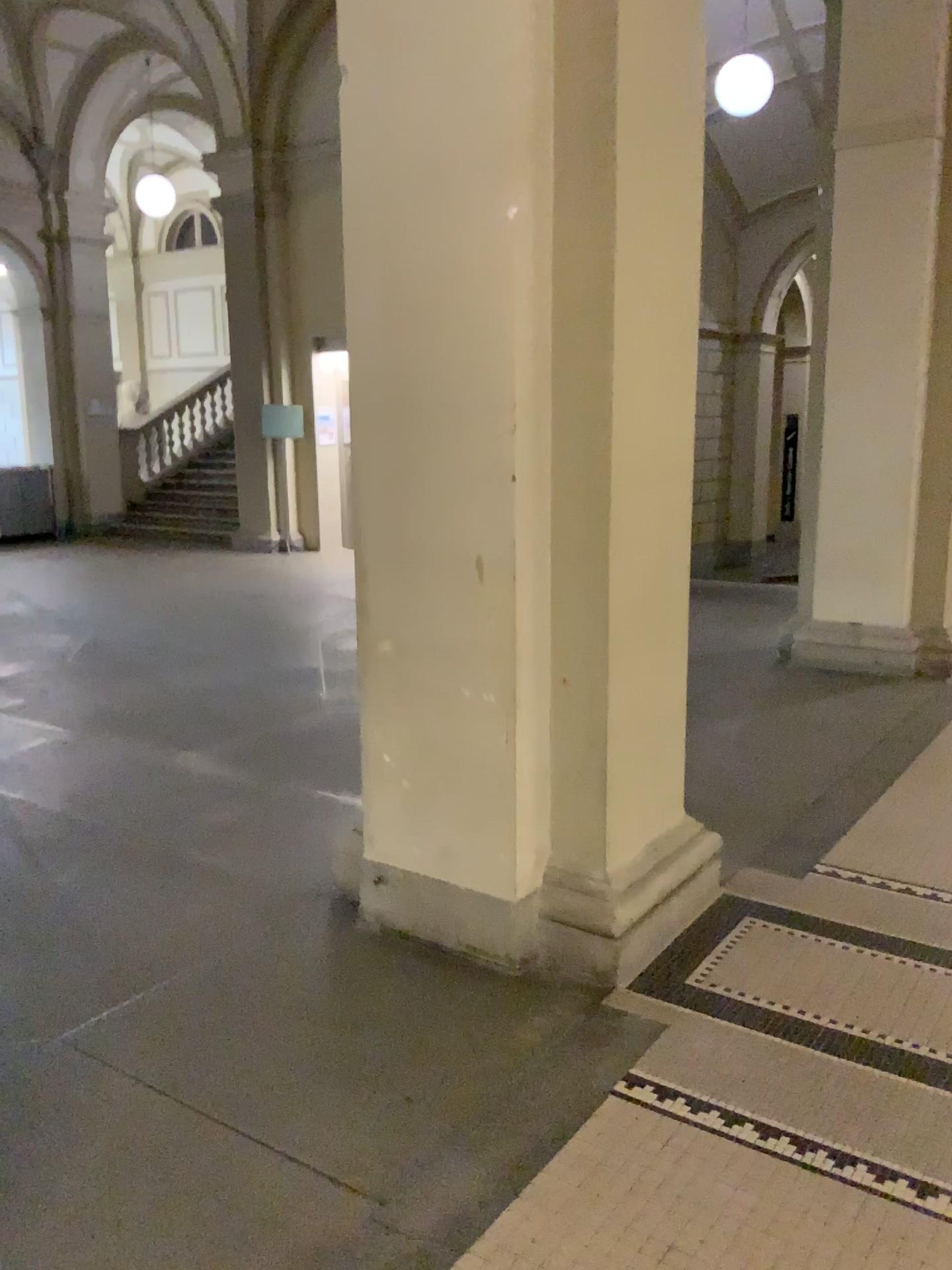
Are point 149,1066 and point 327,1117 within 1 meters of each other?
yes
